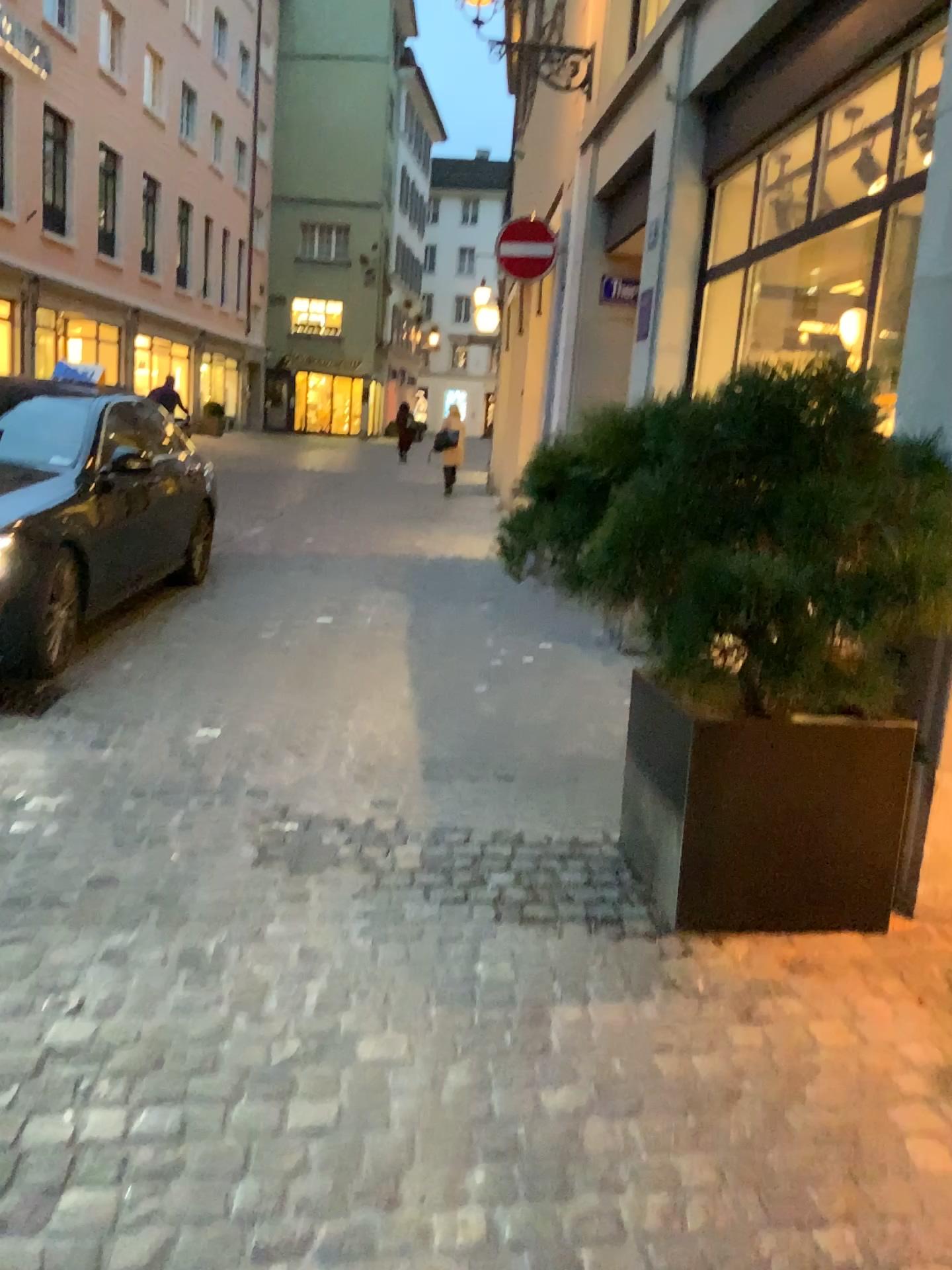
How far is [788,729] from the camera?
2.7 meters

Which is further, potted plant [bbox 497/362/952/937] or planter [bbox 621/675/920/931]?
planter [bbox 621/675/920/931]

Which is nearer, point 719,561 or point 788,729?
point 719,561

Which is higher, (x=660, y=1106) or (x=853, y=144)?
(x=853, y=144)

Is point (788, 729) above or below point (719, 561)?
below

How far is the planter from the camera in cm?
272
